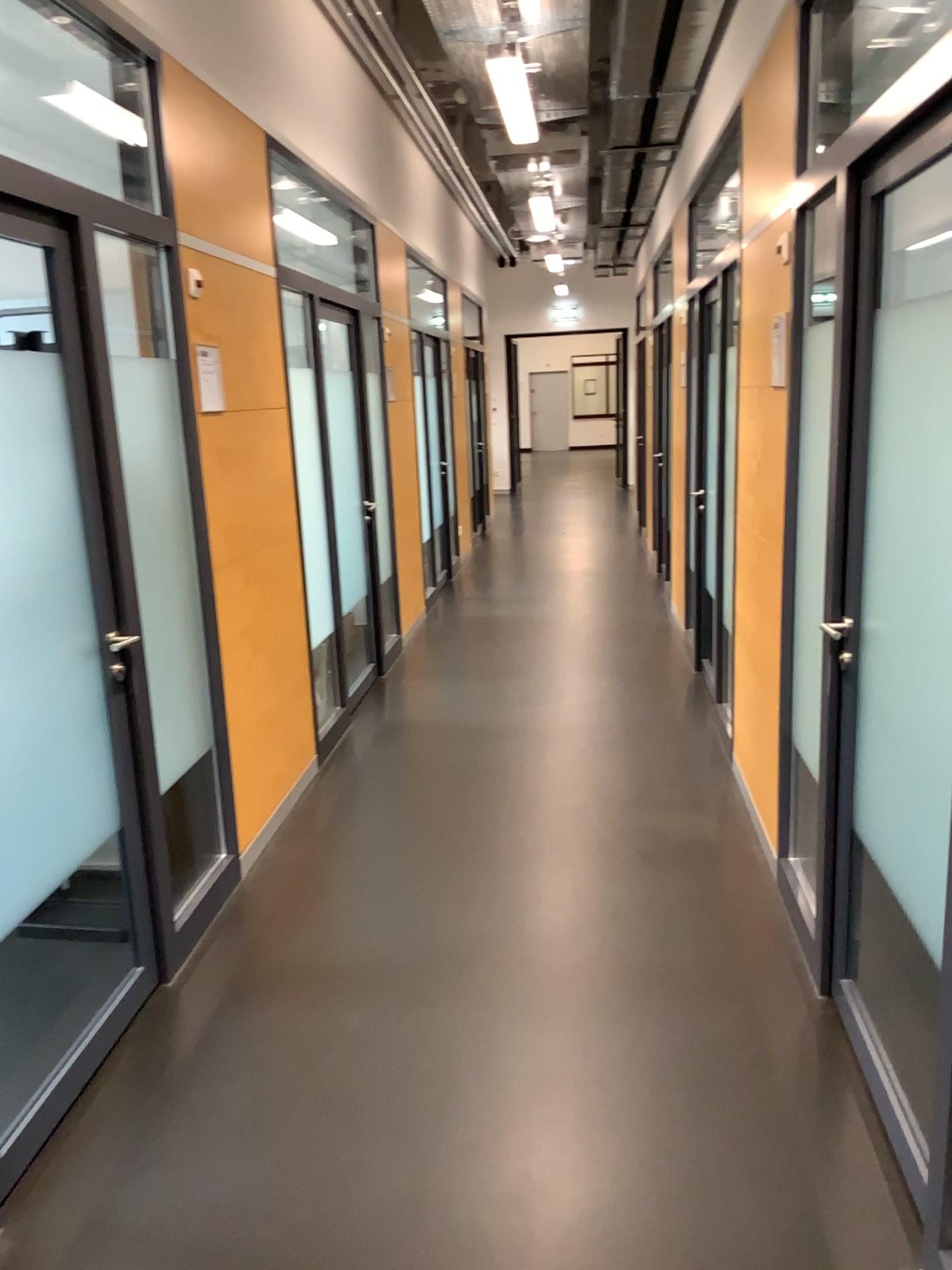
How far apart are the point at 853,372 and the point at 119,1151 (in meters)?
2.38

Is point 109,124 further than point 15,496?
Yes

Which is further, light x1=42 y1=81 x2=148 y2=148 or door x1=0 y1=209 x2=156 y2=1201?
light x1=42 y1=81 x2=148 y2=148

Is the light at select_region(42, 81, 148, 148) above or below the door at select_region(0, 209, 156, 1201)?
above

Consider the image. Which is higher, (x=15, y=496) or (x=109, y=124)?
(x=109, y=124)
